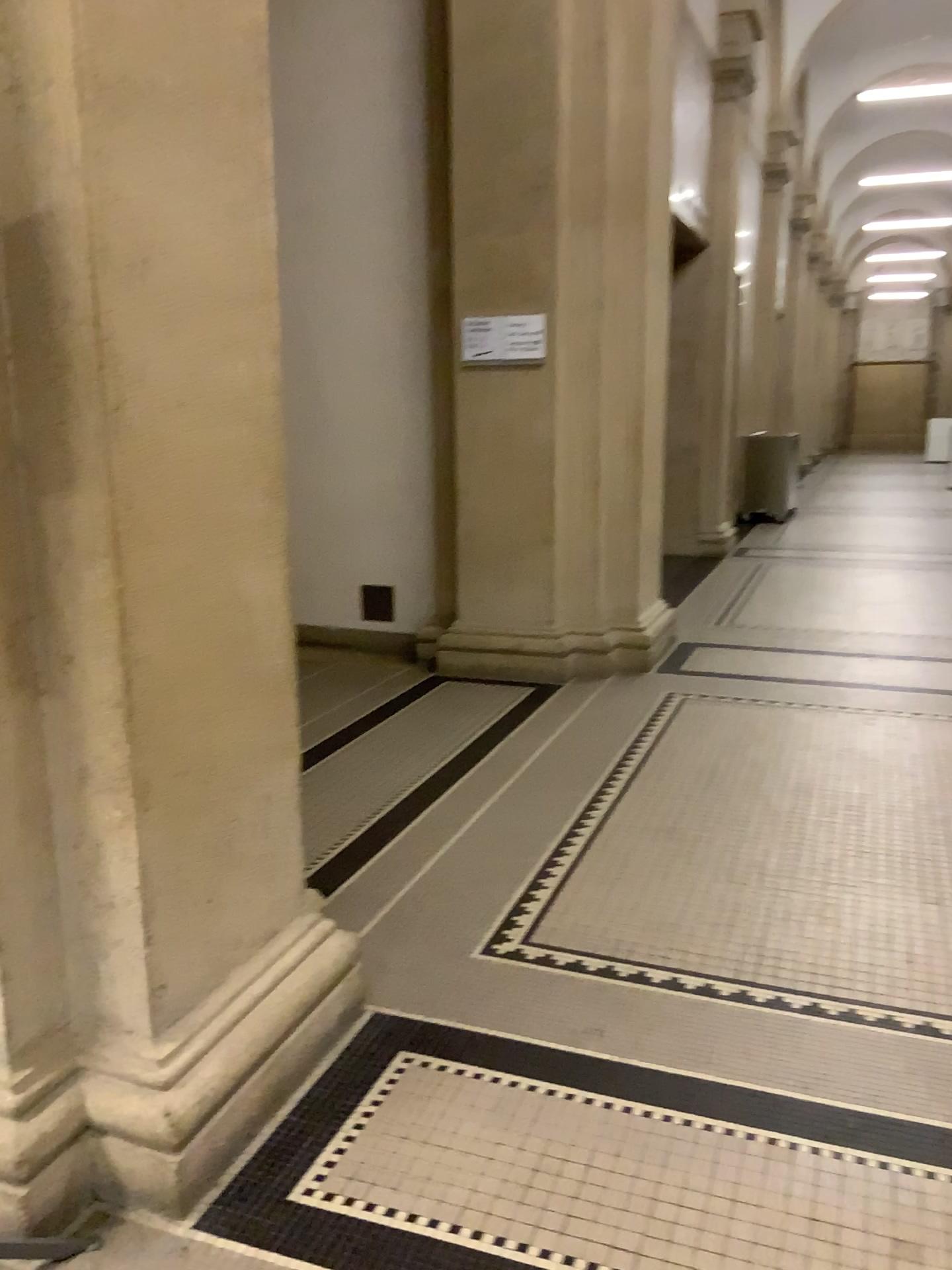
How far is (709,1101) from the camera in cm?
213
